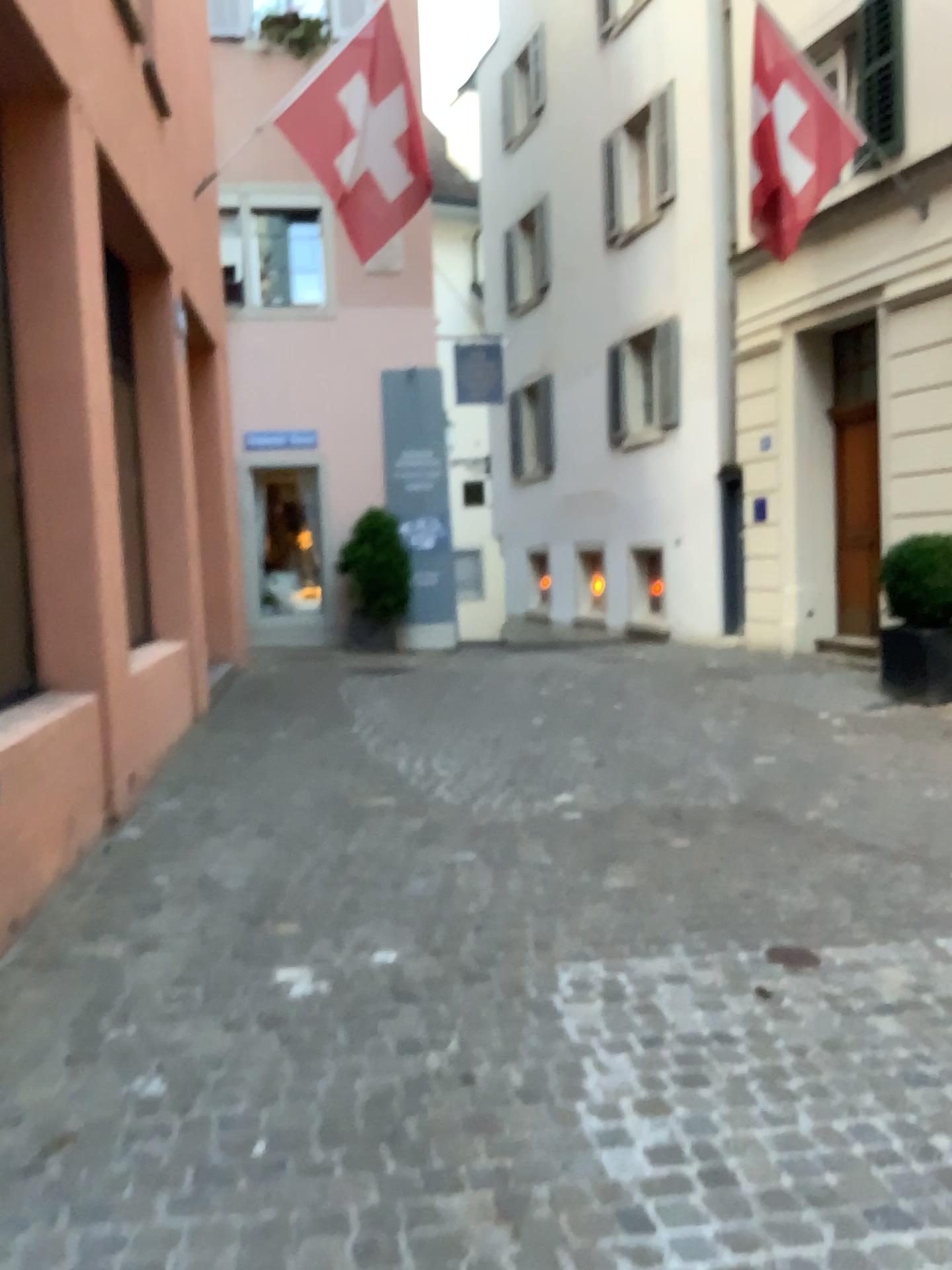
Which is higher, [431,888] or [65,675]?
[65,675]
